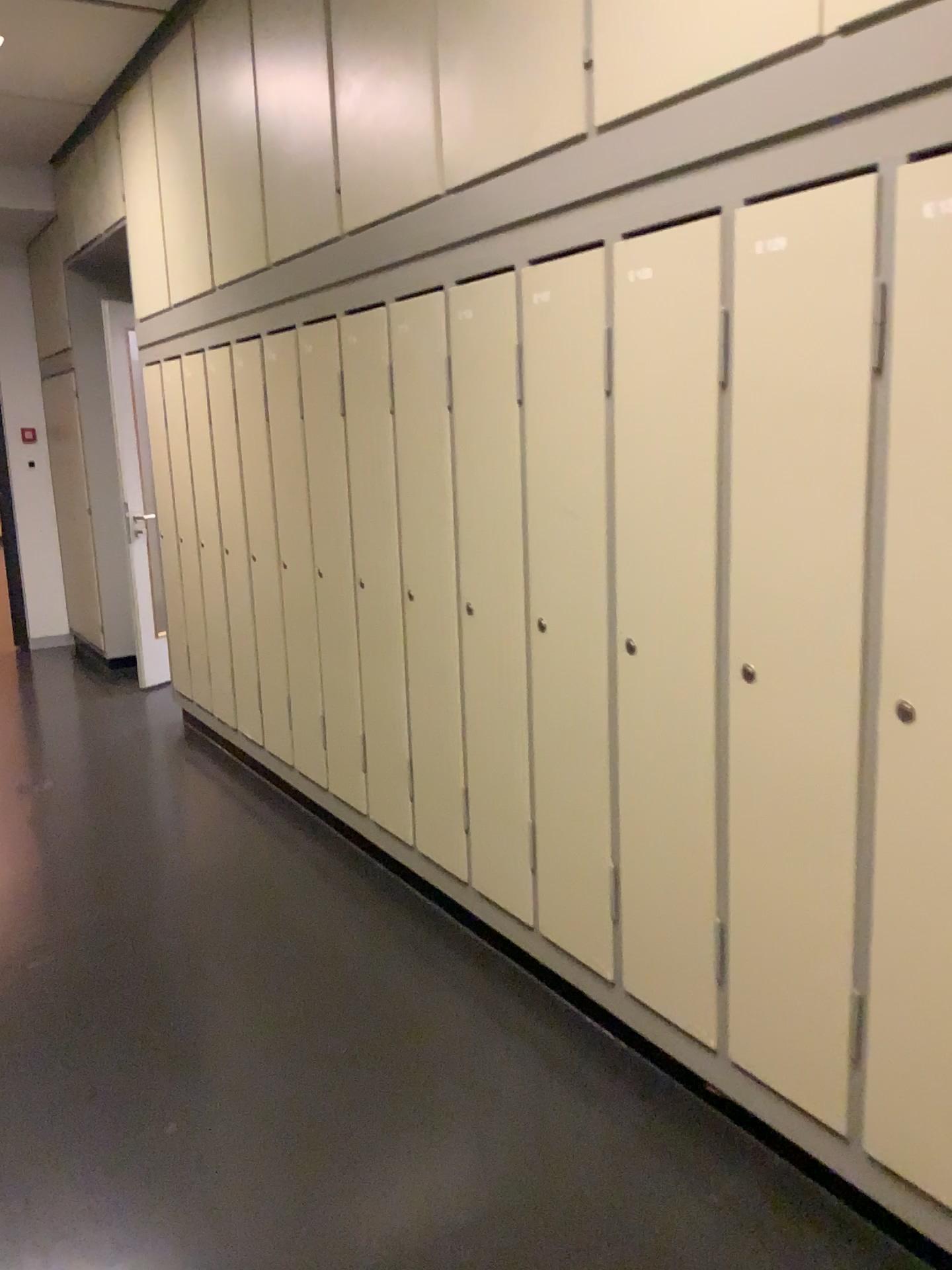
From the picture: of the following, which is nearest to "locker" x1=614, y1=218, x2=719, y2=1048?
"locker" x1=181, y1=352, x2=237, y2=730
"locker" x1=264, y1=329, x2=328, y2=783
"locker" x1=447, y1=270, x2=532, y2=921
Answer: "locker" x1=447, y1=270, x2=532, y2=921

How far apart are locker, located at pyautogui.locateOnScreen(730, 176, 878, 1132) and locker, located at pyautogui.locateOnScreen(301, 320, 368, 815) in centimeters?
169cm

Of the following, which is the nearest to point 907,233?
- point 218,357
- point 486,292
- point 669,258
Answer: point 669,258

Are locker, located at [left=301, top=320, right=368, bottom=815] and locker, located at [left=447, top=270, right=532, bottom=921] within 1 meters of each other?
yes

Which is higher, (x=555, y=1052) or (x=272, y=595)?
(x=272, y=595)

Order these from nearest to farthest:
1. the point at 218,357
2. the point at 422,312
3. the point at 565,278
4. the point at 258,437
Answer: the point at 565,278, the point at 422,312, the point at 258,437, the point at 218,357

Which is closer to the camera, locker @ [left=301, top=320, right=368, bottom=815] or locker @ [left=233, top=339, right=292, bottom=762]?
locker @ [left=301, top=320, right=368, bottom=815]

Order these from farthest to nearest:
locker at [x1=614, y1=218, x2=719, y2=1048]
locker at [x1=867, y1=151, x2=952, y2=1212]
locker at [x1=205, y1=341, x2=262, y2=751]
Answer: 1. locker at [x1=205, y1=341, x2=262, y2=751]
2. locker at [x1=614, y1=218, x2=719, y2=1048]
3. locker at [x1=867, y1=151, x2=952, y2=1212]

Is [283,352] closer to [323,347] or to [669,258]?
[323,347]

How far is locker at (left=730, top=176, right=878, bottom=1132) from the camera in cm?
164
